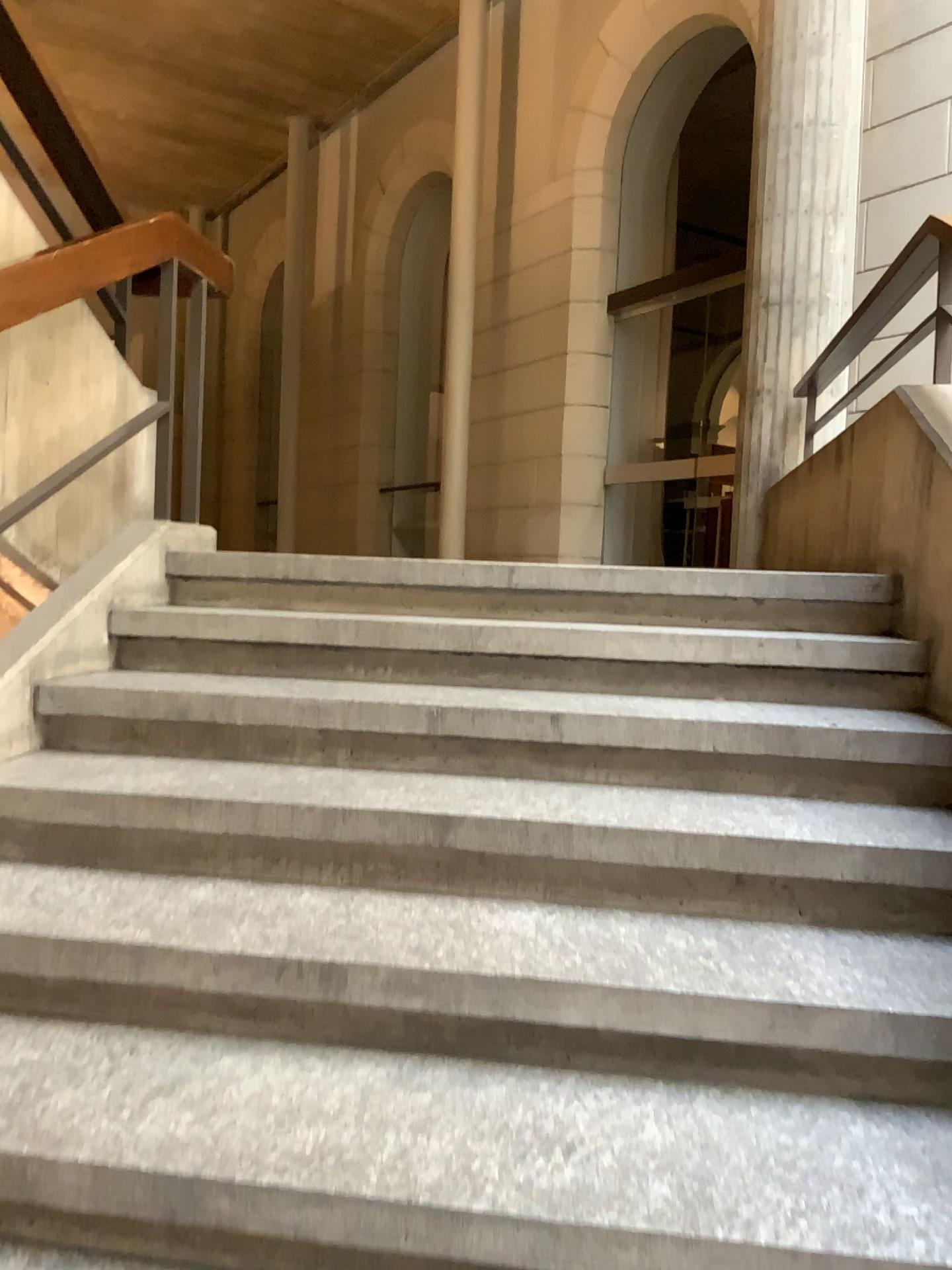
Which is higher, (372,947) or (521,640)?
(521,640)
